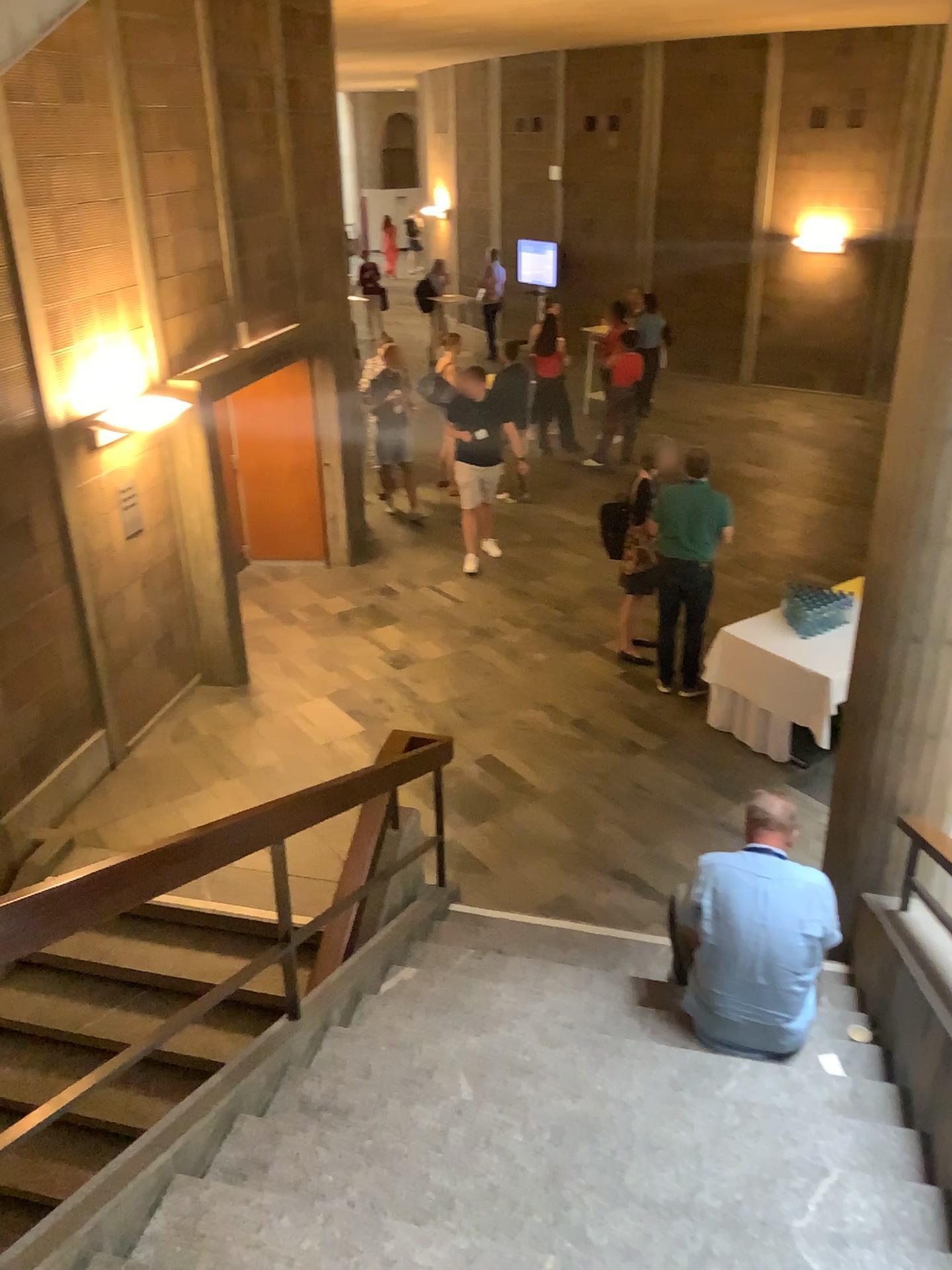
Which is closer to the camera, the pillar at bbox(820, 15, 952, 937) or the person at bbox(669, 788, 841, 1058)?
the person at bbox(669, 788, 841, 1058)

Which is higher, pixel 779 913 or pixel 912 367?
pixel 912 367

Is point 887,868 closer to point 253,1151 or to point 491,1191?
point 491,1191

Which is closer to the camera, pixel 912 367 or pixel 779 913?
pixel 779 913

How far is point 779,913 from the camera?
3.7 meters

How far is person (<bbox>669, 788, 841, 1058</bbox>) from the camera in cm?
368
